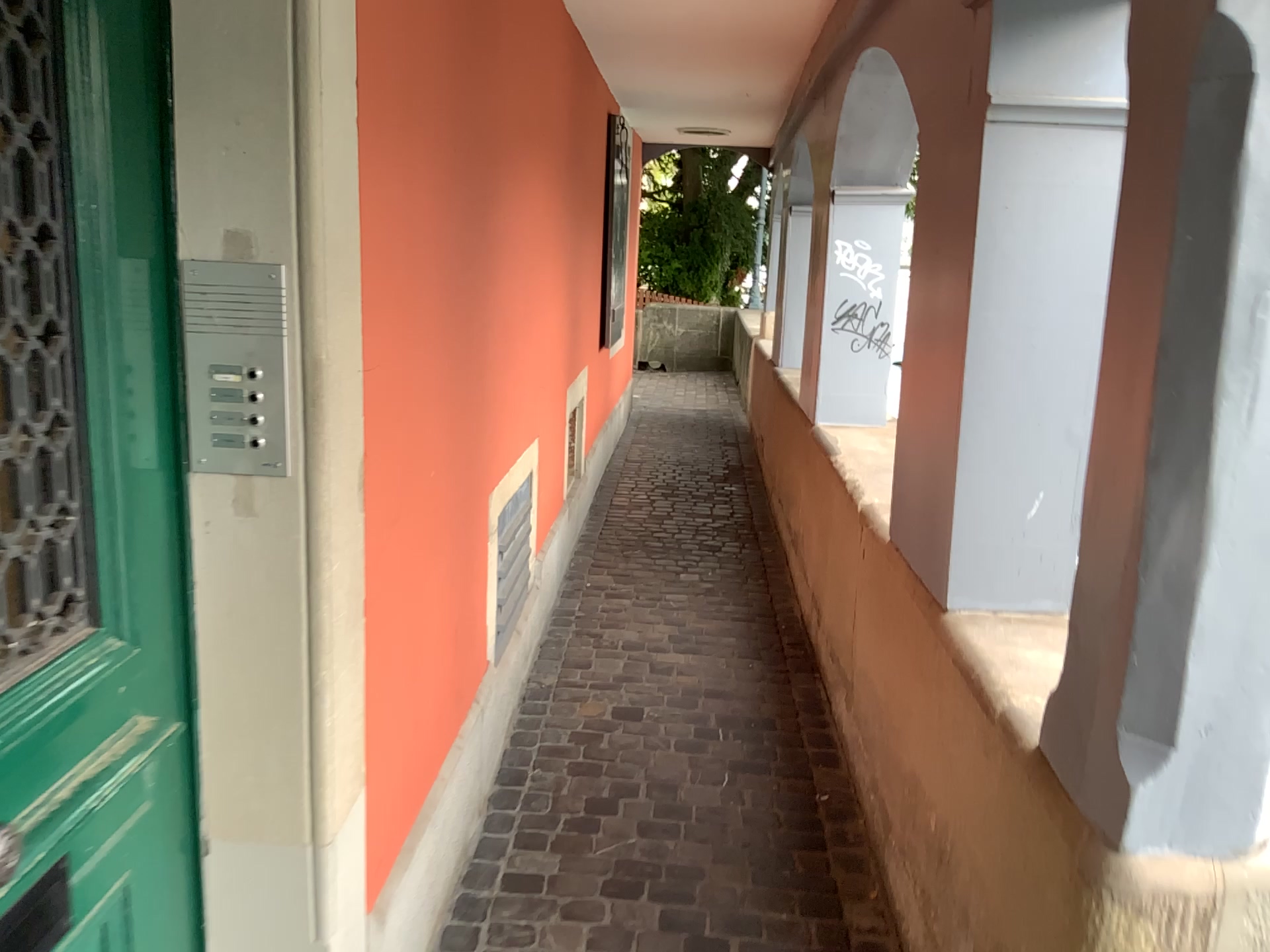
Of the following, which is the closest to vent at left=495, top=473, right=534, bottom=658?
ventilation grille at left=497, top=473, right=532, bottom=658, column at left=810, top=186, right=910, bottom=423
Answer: ventilation grille at left=497, top=473, right=532, bottom=658

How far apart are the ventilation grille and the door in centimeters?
157cm

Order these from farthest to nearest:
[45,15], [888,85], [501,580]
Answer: [888,85]
[501,580]
[45,15]

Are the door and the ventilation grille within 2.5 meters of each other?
yes

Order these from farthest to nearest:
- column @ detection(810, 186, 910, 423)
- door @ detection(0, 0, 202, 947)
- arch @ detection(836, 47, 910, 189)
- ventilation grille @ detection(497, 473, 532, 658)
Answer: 1. column @ detection(810, 186, 910, 423)
2. arch @ detection(836, 47, 910, 189)
3. ventilation grille @ detection(497, 473, 532, 658)
4. door @ detection(0, 0, 202, 947)

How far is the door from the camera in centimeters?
109cm

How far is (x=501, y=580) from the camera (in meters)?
2.99

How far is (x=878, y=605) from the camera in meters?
2.7 m

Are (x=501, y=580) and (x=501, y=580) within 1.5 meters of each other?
yes

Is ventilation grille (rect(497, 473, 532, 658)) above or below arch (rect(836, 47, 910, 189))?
below
